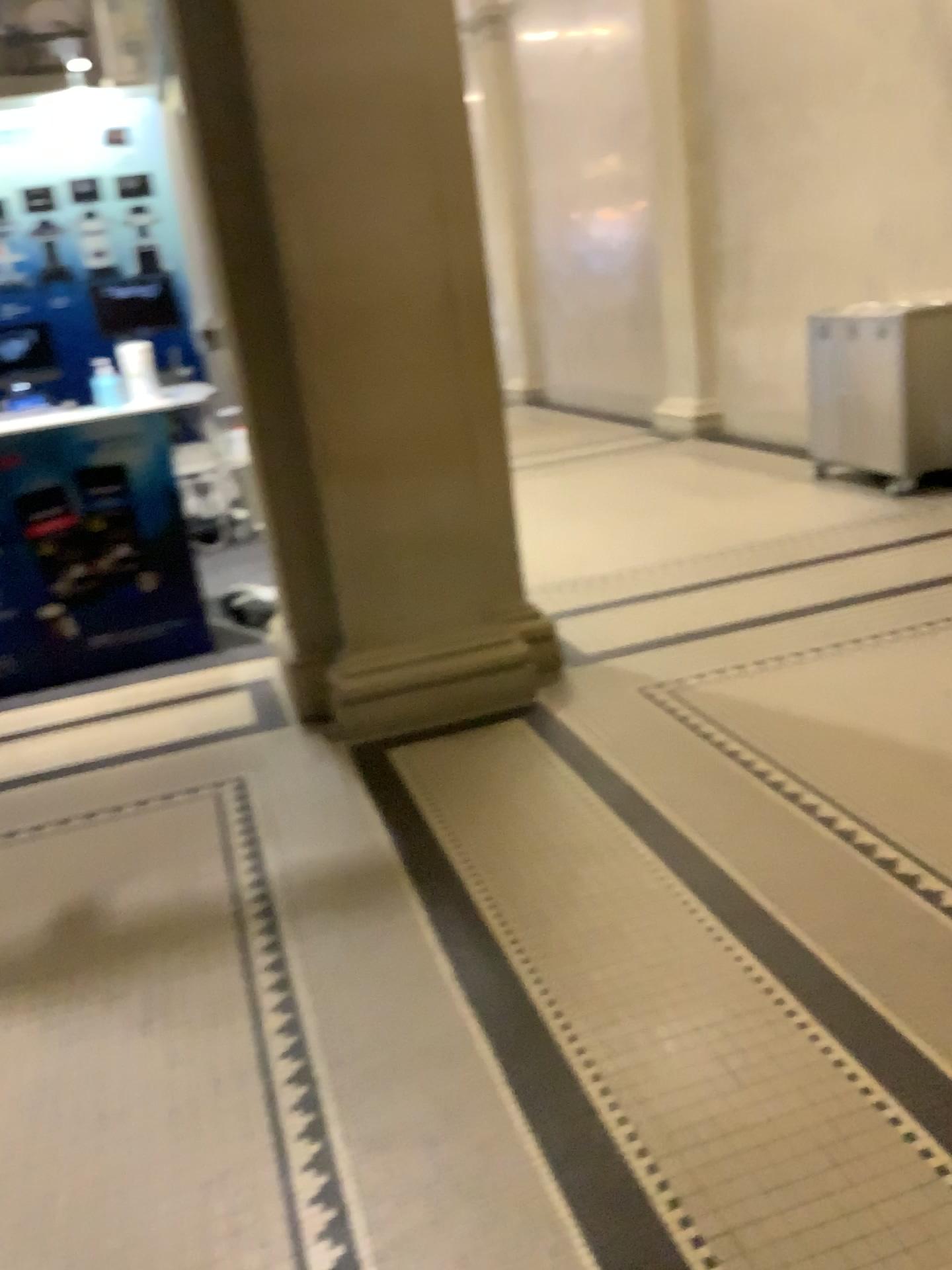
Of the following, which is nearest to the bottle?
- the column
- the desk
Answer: the desk

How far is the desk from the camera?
4.5m

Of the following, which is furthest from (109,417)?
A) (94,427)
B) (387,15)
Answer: (387,15)

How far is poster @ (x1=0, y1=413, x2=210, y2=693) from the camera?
4.5 meters

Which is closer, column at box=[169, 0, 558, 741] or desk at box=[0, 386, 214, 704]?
column at box=[169, 0, 558, 741]

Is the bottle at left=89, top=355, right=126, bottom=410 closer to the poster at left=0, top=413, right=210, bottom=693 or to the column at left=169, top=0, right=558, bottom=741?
the poster at left=0, top=413, right=210, bottom=693

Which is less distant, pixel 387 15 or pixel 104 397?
pixel 387 15

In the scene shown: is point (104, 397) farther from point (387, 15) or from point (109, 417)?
point (387, 15)

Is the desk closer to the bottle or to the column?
the bottle

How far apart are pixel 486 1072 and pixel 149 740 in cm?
228
